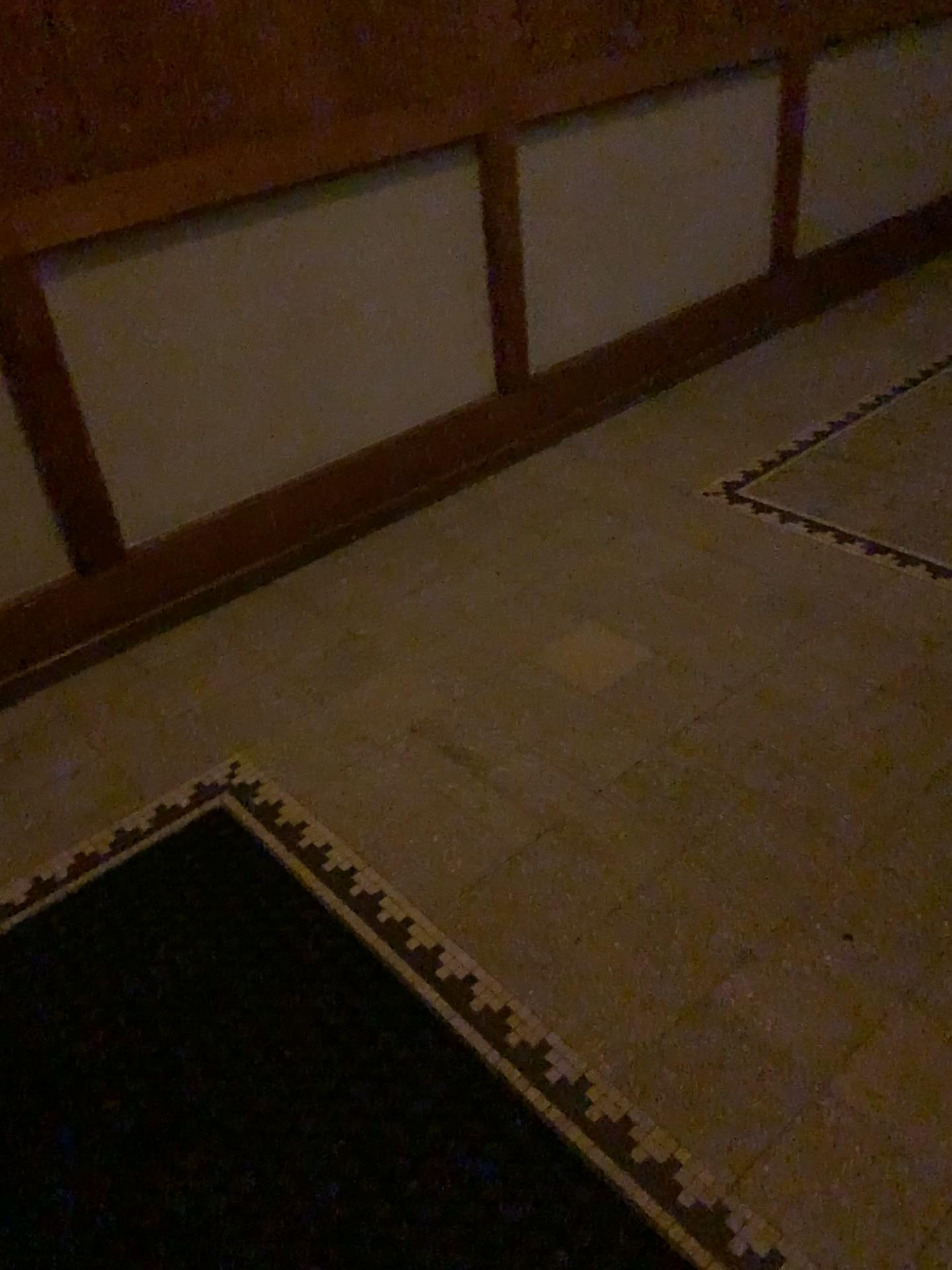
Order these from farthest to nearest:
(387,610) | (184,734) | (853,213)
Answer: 1. (853,213)
2. (387,610)
3. (184,734)
